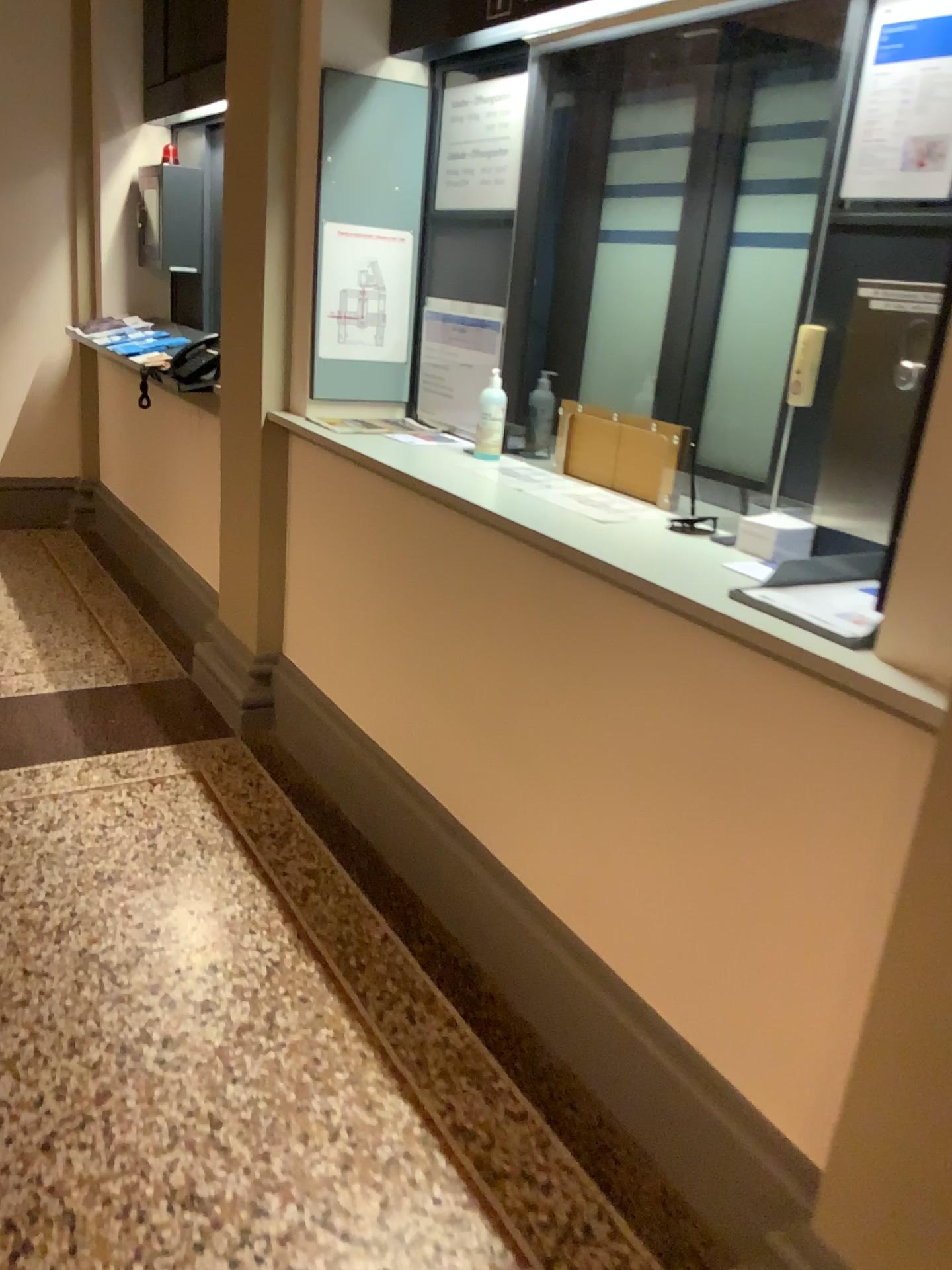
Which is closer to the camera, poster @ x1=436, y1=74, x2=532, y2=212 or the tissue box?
the tissue box

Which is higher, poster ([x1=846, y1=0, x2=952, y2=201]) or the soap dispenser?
poster ([x1=846, y1=0, x2=952, y2=201])

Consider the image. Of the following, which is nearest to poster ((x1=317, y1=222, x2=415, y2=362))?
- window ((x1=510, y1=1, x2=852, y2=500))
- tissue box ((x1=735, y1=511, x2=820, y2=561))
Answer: window ((x1=510, y1=1, x2=852, y2=500))

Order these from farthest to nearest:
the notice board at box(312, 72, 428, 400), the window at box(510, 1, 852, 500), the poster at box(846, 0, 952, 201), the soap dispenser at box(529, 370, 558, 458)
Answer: the notice board at box(312, 72, 428, 400) < the soap dispenser at box(529, 370, 558, 458) < the window at box(510, 1, 852, 500) < the poster at box(846, 0, 952, 201)

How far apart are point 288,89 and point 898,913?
2.6 meters

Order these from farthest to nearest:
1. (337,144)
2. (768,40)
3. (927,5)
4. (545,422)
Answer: (337,144) → (545,422) → (768,40) → (927,5)

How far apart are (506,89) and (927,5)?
1.2 meters

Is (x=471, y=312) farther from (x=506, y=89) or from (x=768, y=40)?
(x=768, y=40)

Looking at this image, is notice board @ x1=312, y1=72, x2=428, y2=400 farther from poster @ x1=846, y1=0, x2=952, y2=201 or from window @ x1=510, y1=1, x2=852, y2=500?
poster @ x1=846, y1=0, x2=952, y2=201

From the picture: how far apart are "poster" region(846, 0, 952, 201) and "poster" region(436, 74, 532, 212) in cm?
109
